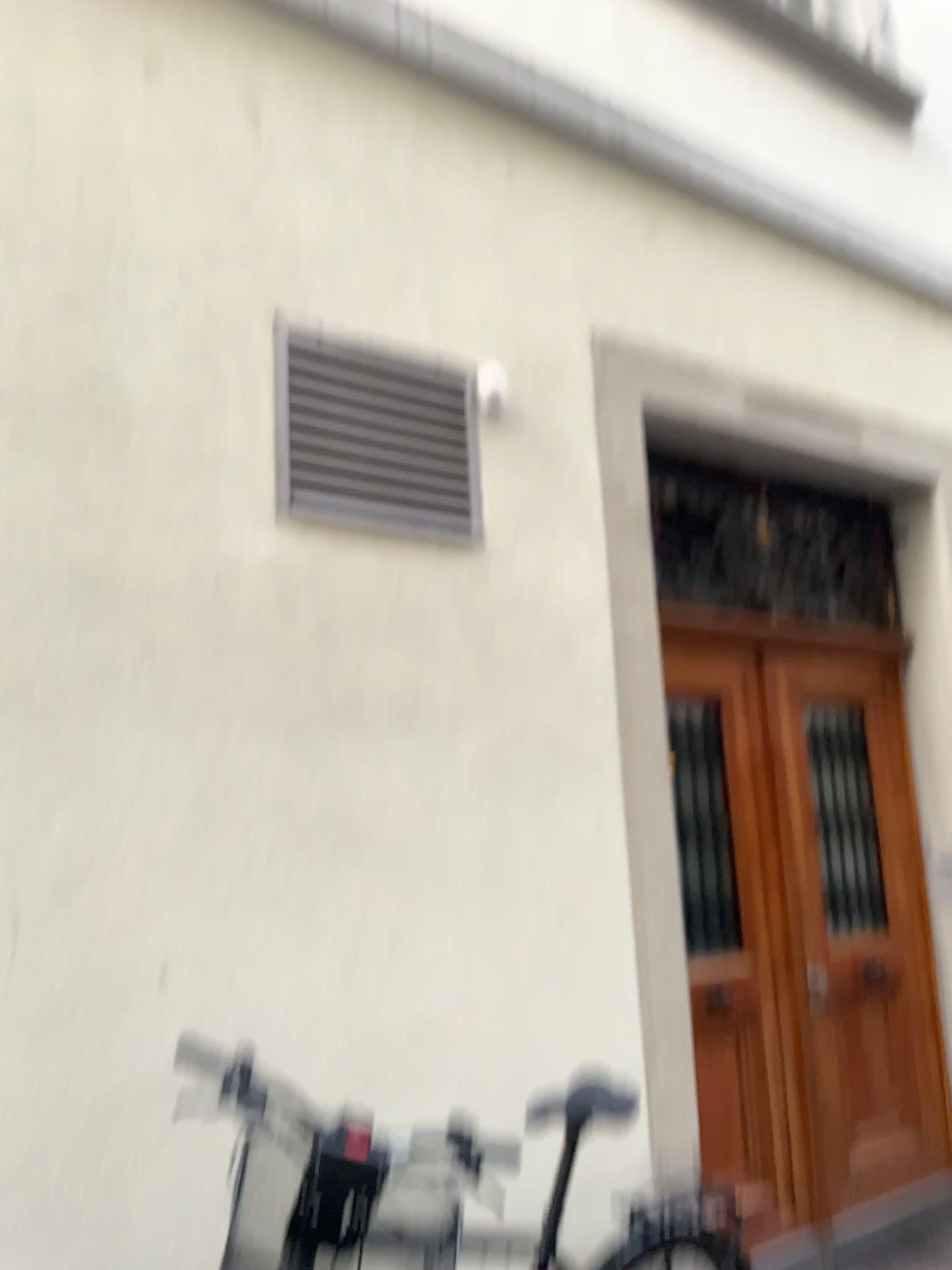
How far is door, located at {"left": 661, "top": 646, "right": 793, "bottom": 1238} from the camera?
3.44m

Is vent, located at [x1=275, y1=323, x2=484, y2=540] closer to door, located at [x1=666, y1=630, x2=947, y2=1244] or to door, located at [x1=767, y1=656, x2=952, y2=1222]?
door, located at [x1=666, y1=630, x2=947, y2=1244]

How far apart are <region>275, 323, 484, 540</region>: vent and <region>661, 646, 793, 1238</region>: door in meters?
1.1

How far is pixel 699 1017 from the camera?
3.44m

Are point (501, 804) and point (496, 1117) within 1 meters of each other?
yes

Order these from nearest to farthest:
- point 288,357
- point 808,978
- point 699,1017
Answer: point 288,357 → point 699,1017 → point 808,978

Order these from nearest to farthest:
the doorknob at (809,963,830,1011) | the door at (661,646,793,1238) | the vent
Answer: the vent, the door at (661,646,793,1238), the doorknob at (809,963,830,1011)

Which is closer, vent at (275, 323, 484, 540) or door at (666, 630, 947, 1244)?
vent at (275, 323, 484, 540)

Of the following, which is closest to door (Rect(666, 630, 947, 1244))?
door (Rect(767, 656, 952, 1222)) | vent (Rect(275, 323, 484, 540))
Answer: door (Rect(767, 656, 952, 1222))

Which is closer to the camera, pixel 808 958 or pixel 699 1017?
pixel 699 1017
